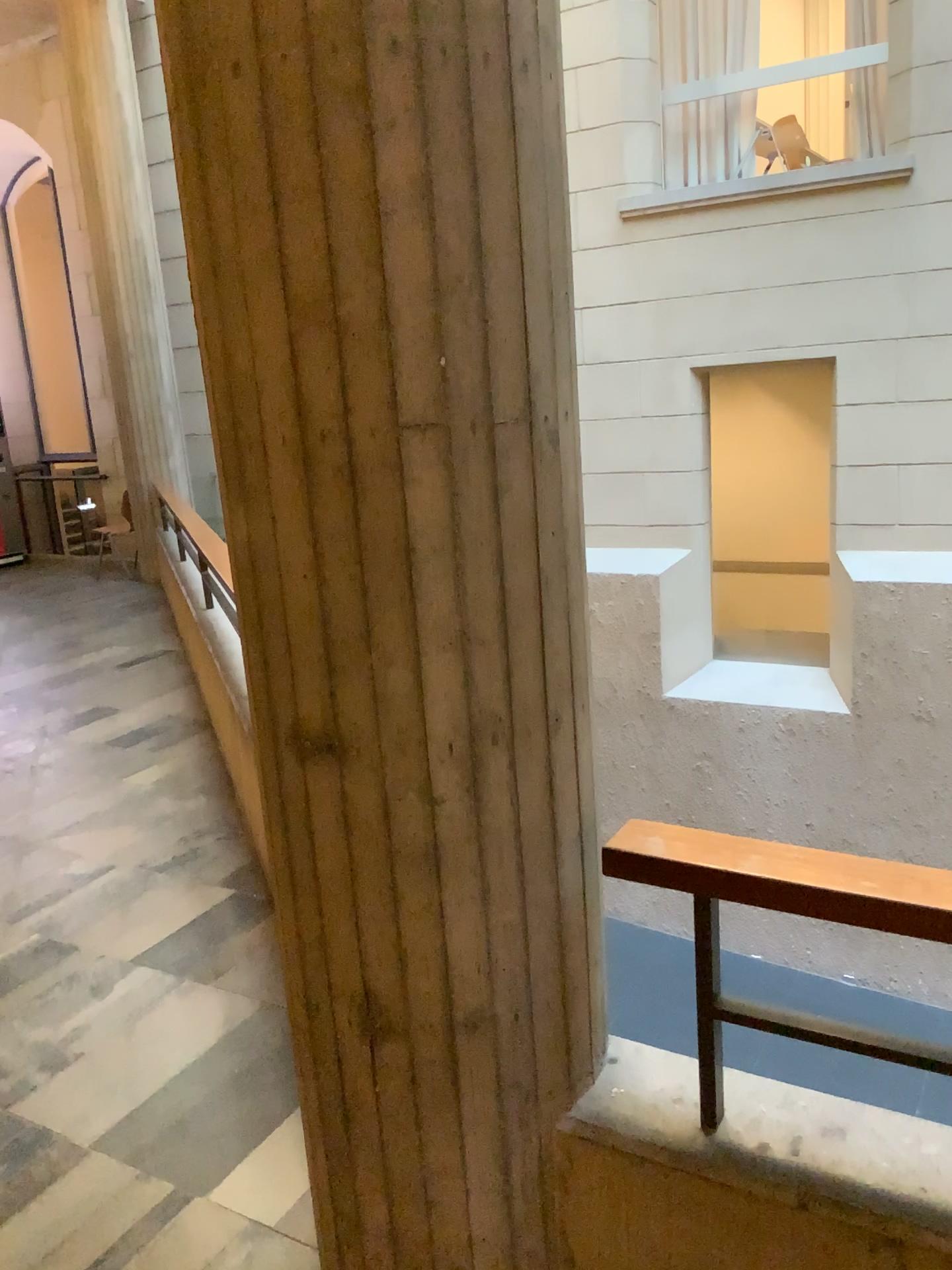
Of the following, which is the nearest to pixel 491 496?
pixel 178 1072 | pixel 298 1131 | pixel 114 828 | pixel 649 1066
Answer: pixel 649 1066

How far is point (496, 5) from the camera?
1.3 meters

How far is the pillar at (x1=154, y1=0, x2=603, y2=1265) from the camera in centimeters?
127cm

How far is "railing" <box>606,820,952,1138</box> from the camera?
1.3m

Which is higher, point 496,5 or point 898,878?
point 496,5

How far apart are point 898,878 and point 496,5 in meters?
1.2
